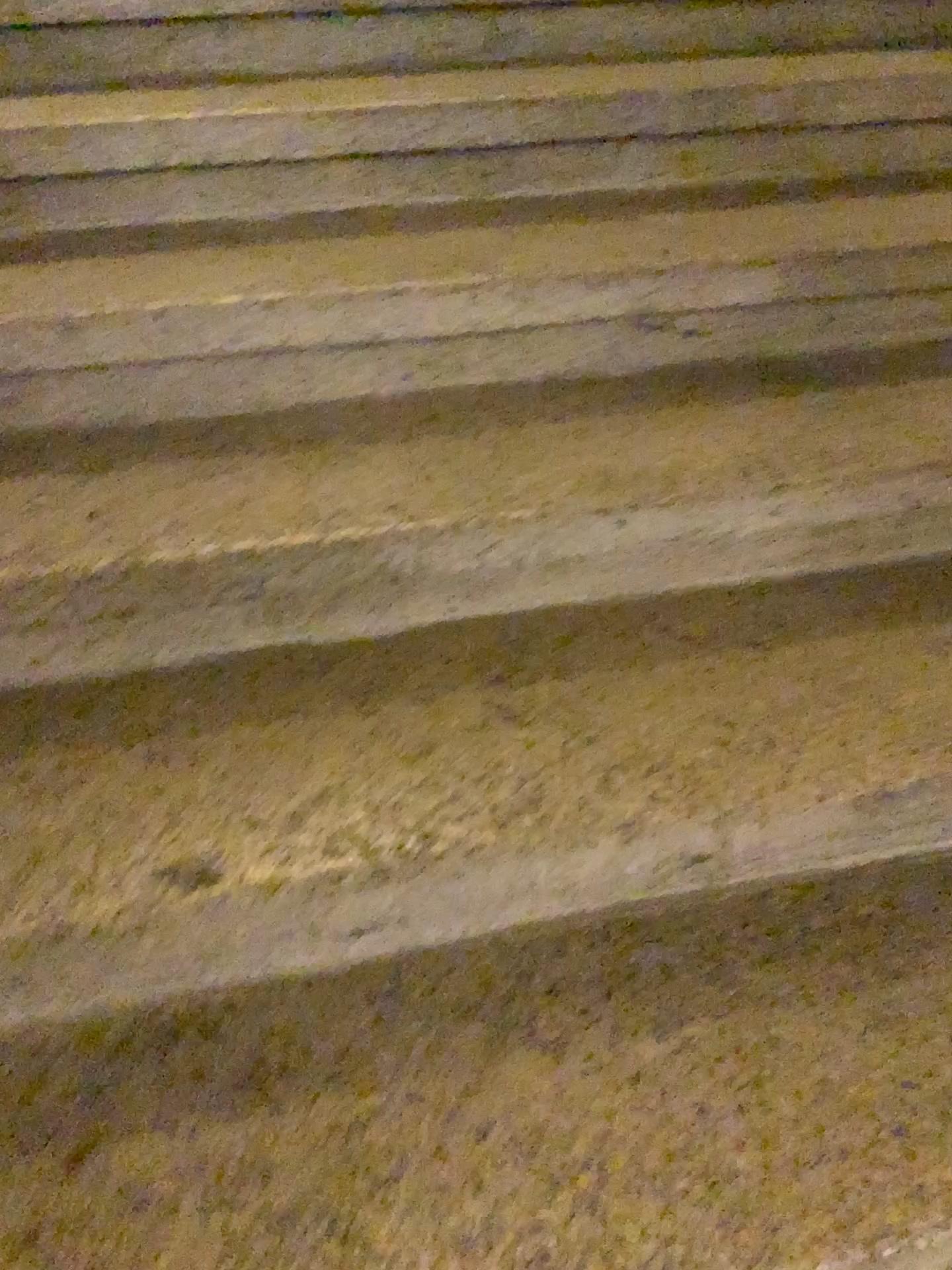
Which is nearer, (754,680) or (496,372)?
(754,680)
